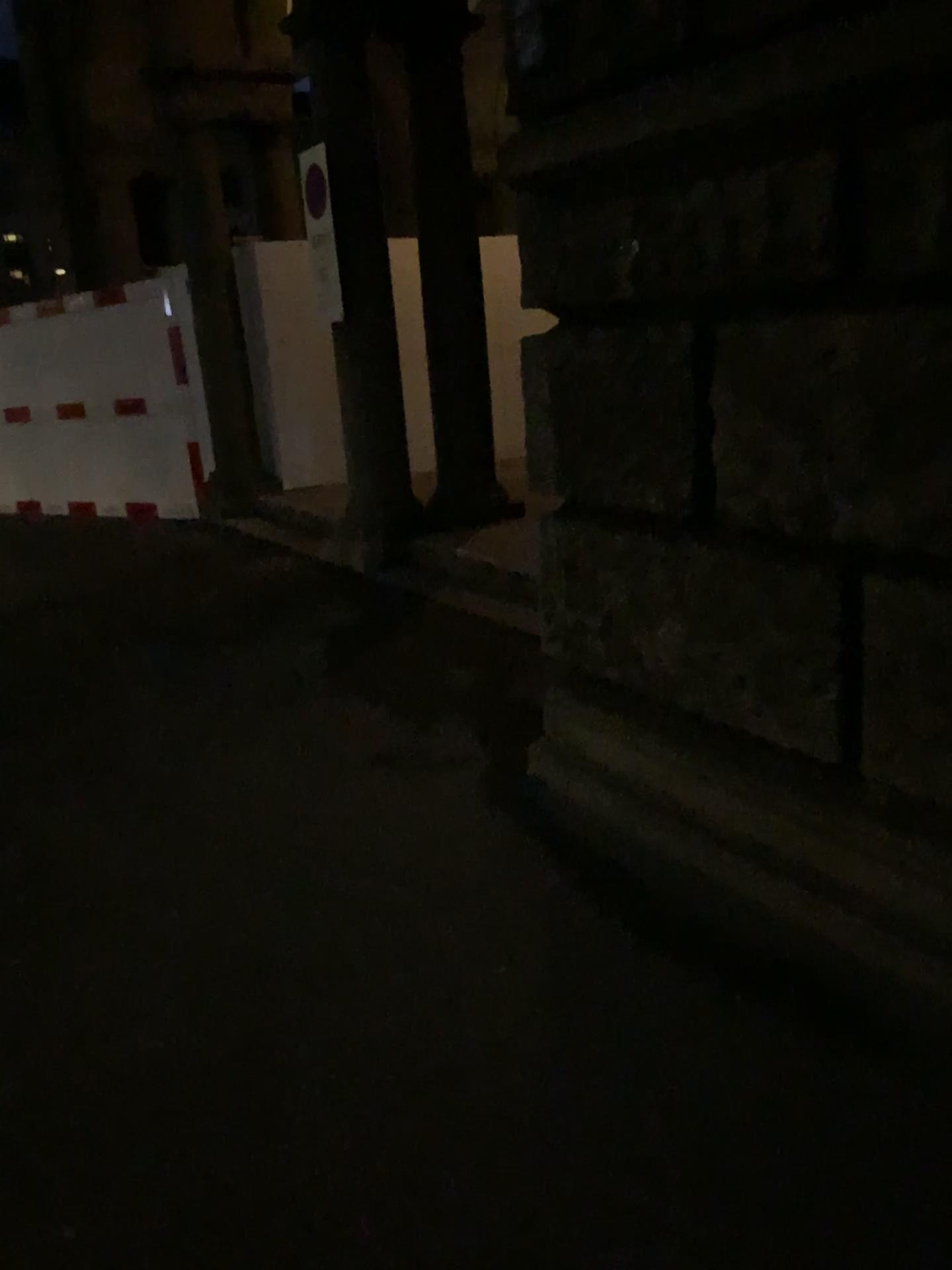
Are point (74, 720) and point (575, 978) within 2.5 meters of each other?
no
